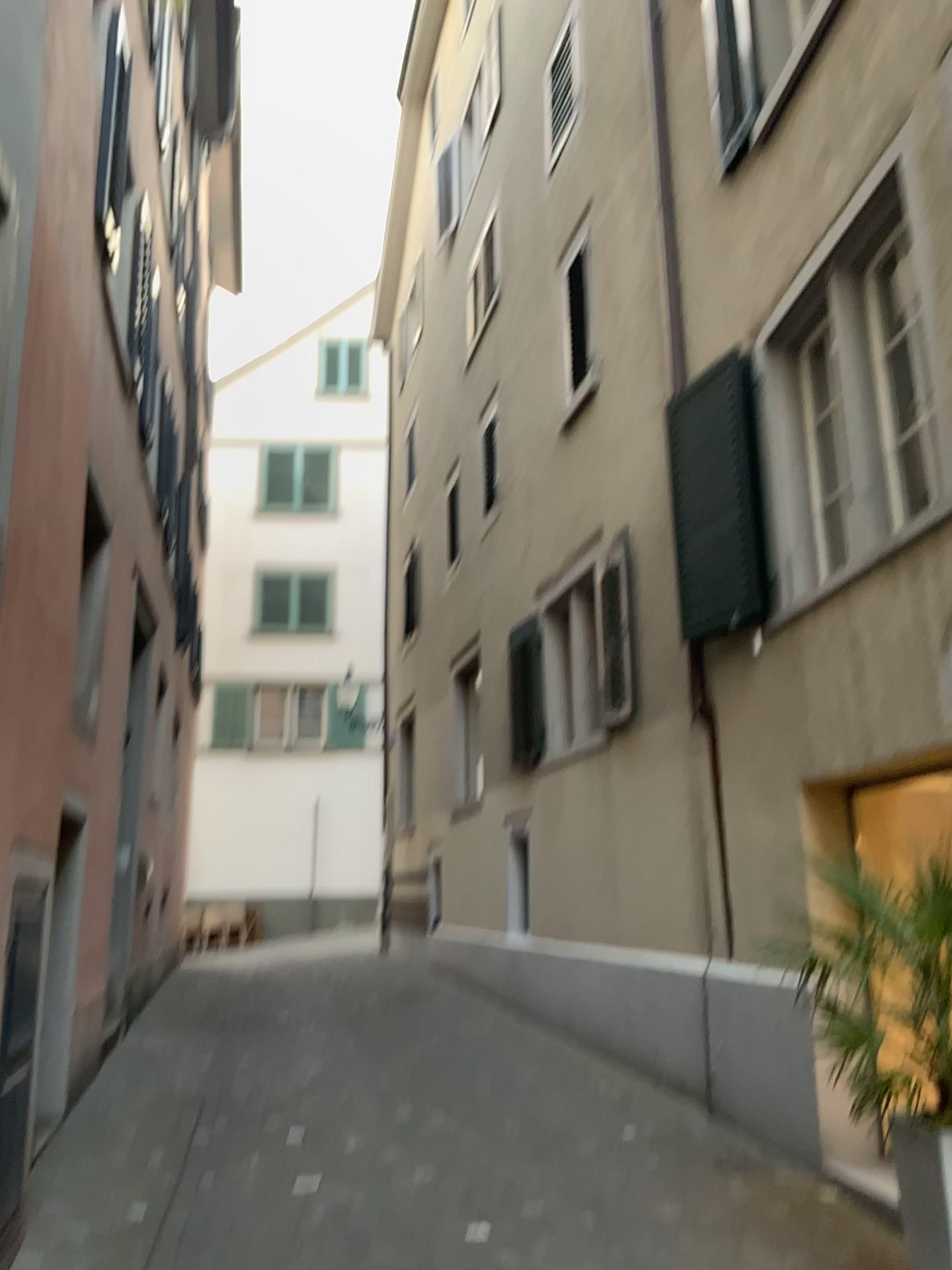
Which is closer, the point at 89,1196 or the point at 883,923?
the point at 883,923

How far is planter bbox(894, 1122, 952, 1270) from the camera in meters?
3.2

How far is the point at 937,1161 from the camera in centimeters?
322cm
